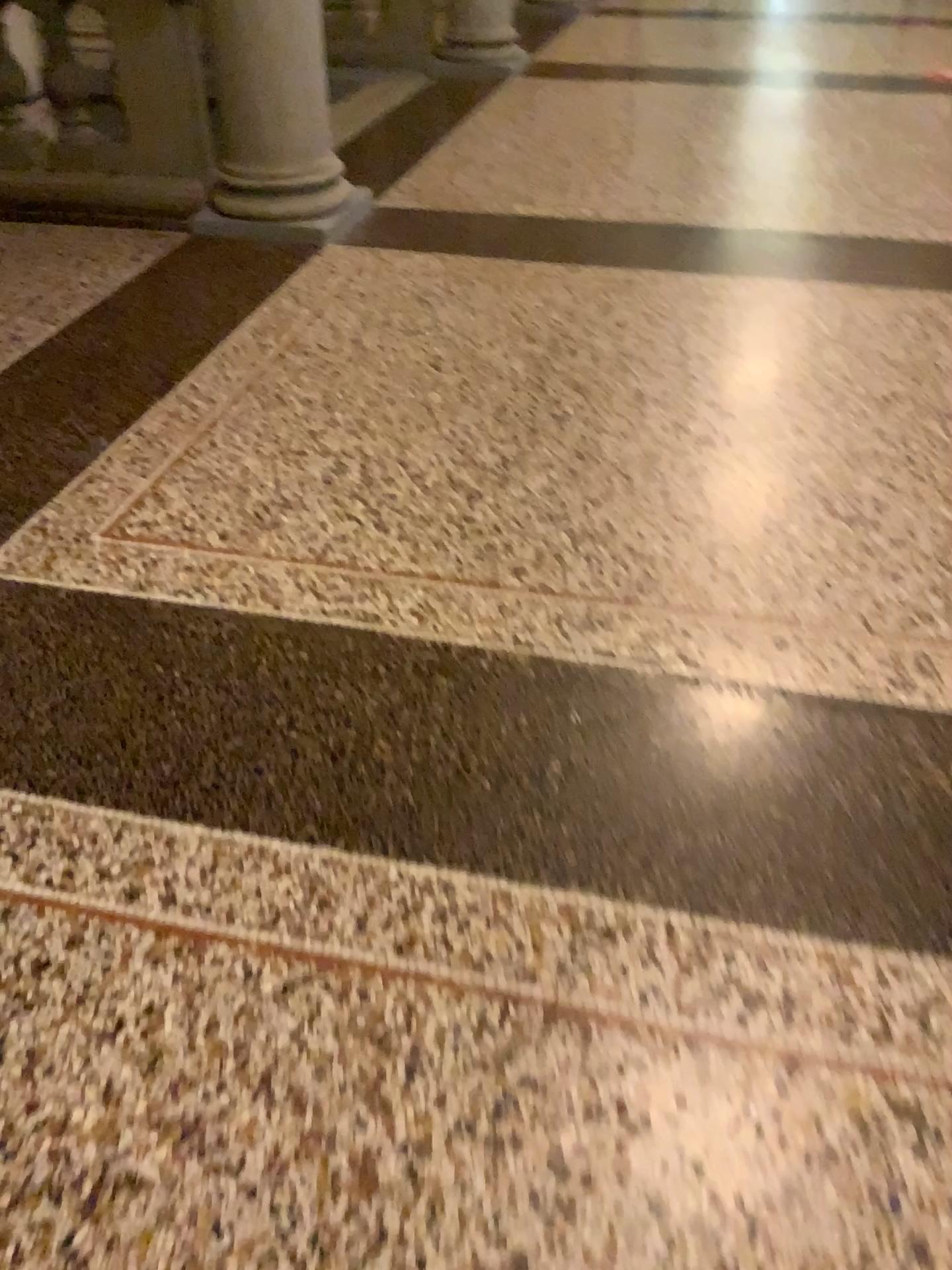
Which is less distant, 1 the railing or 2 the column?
2 the column

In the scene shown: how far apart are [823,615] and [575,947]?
0.97m

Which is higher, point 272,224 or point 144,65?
point 144,65

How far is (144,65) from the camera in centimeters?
390cm

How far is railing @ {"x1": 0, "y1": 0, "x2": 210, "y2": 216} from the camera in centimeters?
390cm

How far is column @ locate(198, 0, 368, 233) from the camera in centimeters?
364cm

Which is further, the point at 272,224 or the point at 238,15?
the point at 272,224

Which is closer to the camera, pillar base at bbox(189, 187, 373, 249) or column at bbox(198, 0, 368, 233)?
column at bbox(198, 0, 368, 233)
